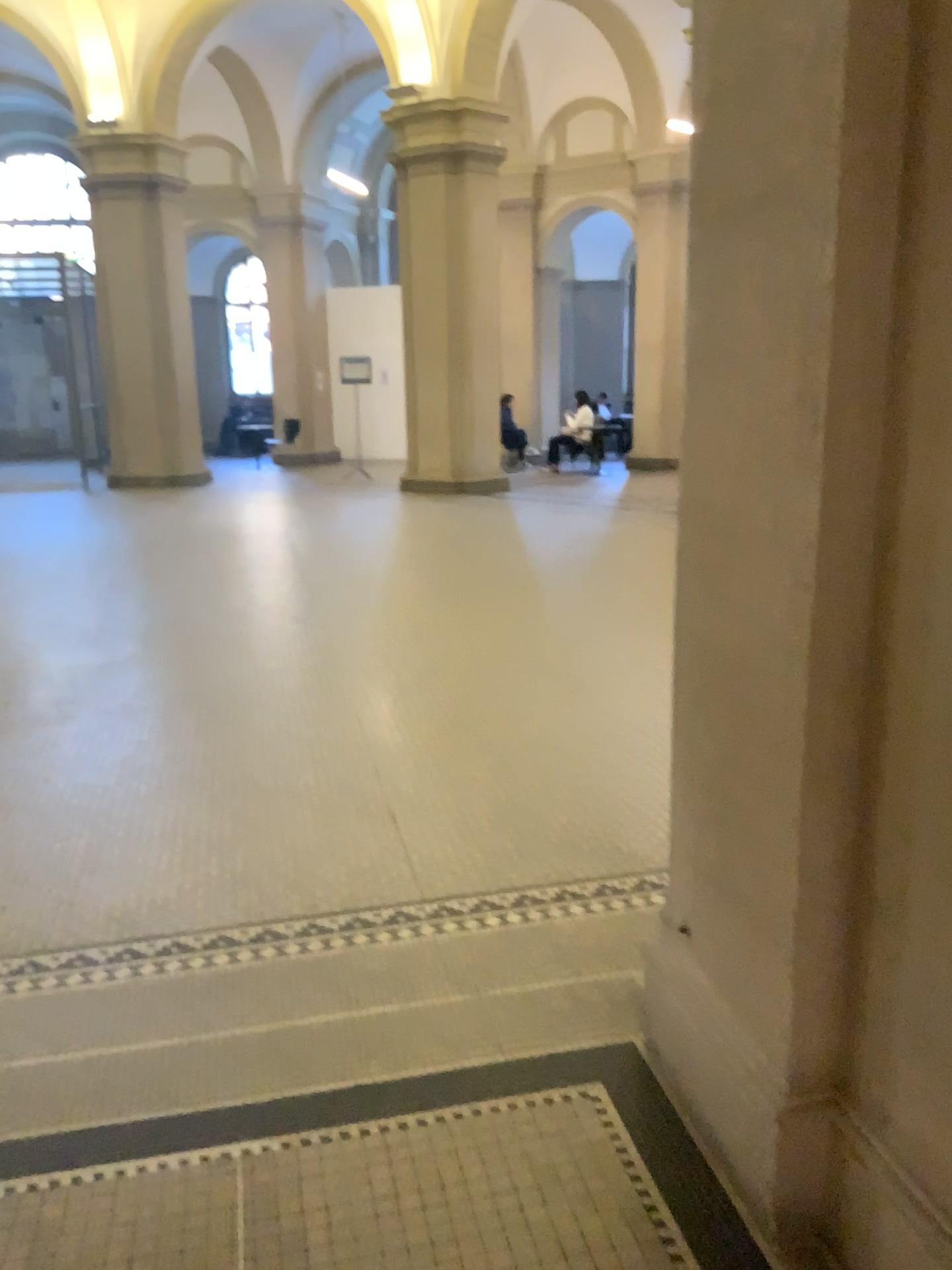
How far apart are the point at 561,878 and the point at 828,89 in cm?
234
